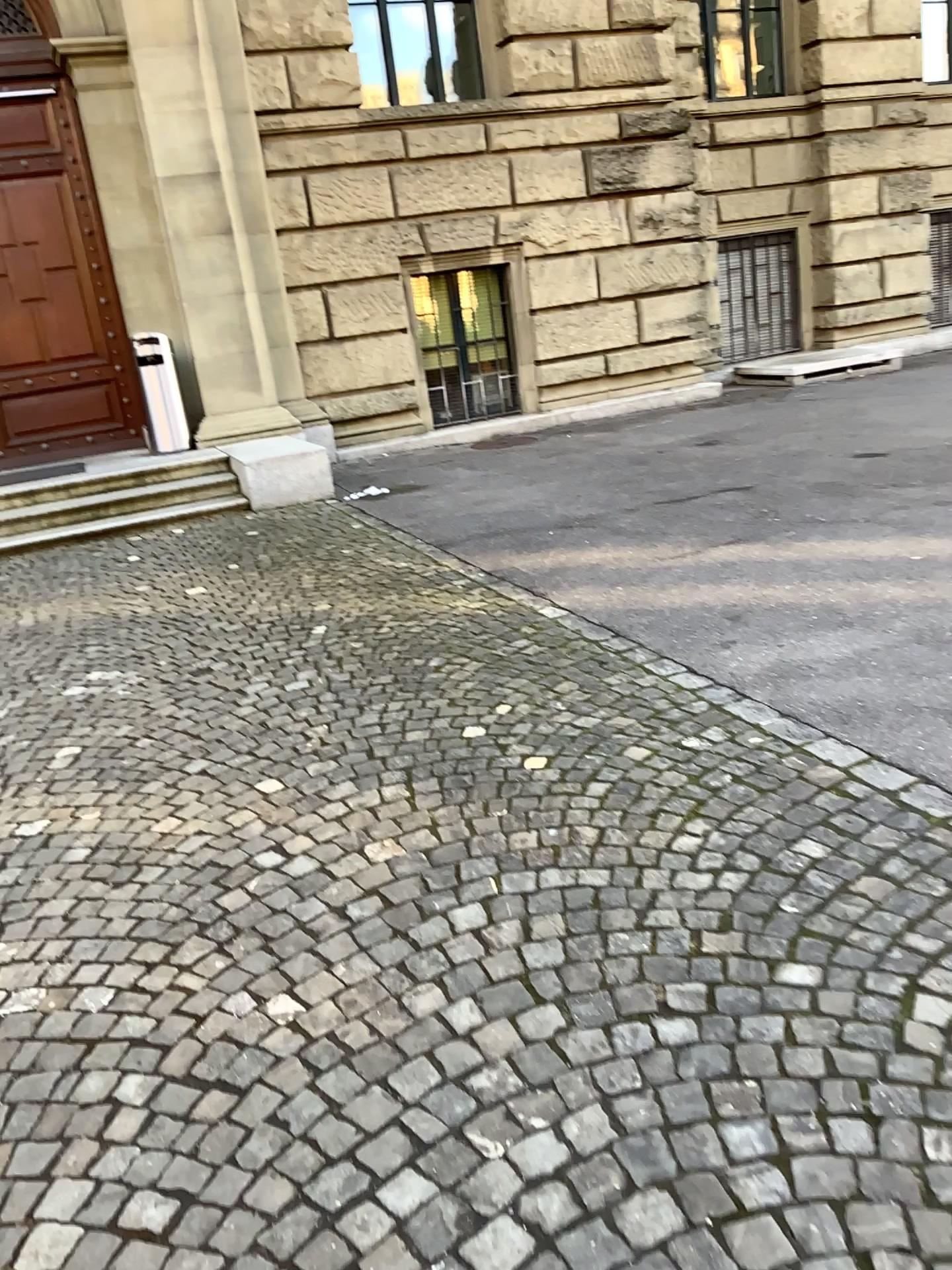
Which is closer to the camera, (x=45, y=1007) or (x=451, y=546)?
(x=45, y=1007)
